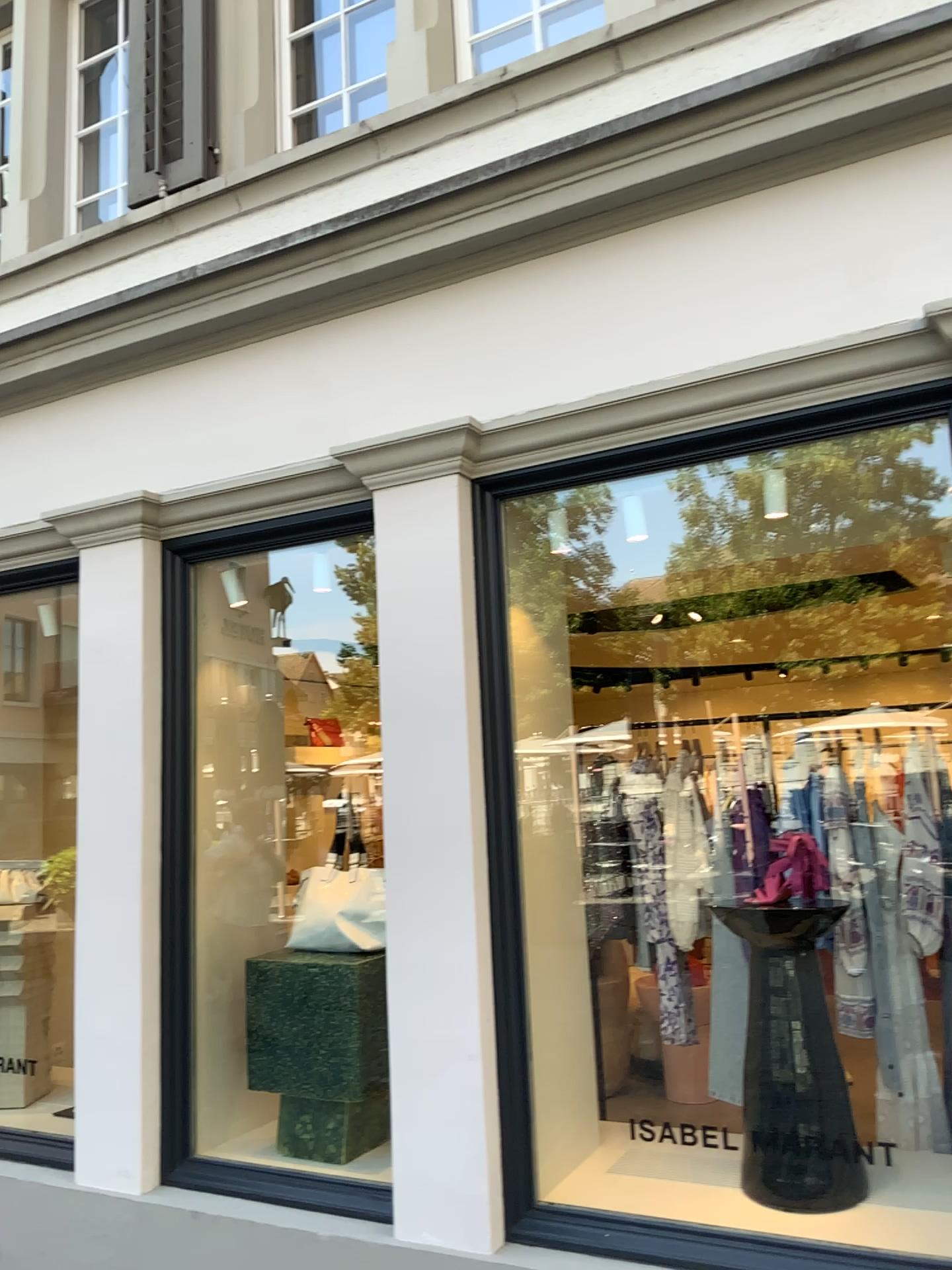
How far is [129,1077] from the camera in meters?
3.5

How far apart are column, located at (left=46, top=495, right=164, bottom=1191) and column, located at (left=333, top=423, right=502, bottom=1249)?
0.8m

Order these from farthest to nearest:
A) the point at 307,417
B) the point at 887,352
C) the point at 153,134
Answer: the point at 153,134 → the point at 307,417 → the point at 887,352

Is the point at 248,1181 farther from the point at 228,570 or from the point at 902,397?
the point at 902,397

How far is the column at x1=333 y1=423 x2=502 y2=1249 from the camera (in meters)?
2.94

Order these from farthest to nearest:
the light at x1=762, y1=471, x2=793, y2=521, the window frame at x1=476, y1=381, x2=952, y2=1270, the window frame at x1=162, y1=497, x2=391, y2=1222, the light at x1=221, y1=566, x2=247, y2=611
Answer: the light at x1=221, y1=566, x2=247, y2=611 → the light at x1=762, y1=471, x2=793, y2=521 → the window frame at x1=162, y1=497, x2=391, y2=1222 → the window frame at x1=476, y1=381, x2=952, y2=1270

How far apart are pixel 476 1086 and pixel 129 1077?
1.31m

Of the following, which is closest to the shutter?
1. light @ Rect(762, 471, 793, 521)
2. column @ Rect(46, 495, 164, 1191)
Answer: column @ Rect(46, 495, 164, 1191)

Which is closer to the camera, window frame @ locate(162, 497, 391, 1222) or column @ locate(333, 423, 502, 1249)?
column @ locate(333, 423, 502, 1249)

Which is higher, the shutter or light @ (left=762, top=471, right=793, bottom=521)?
the shutter
